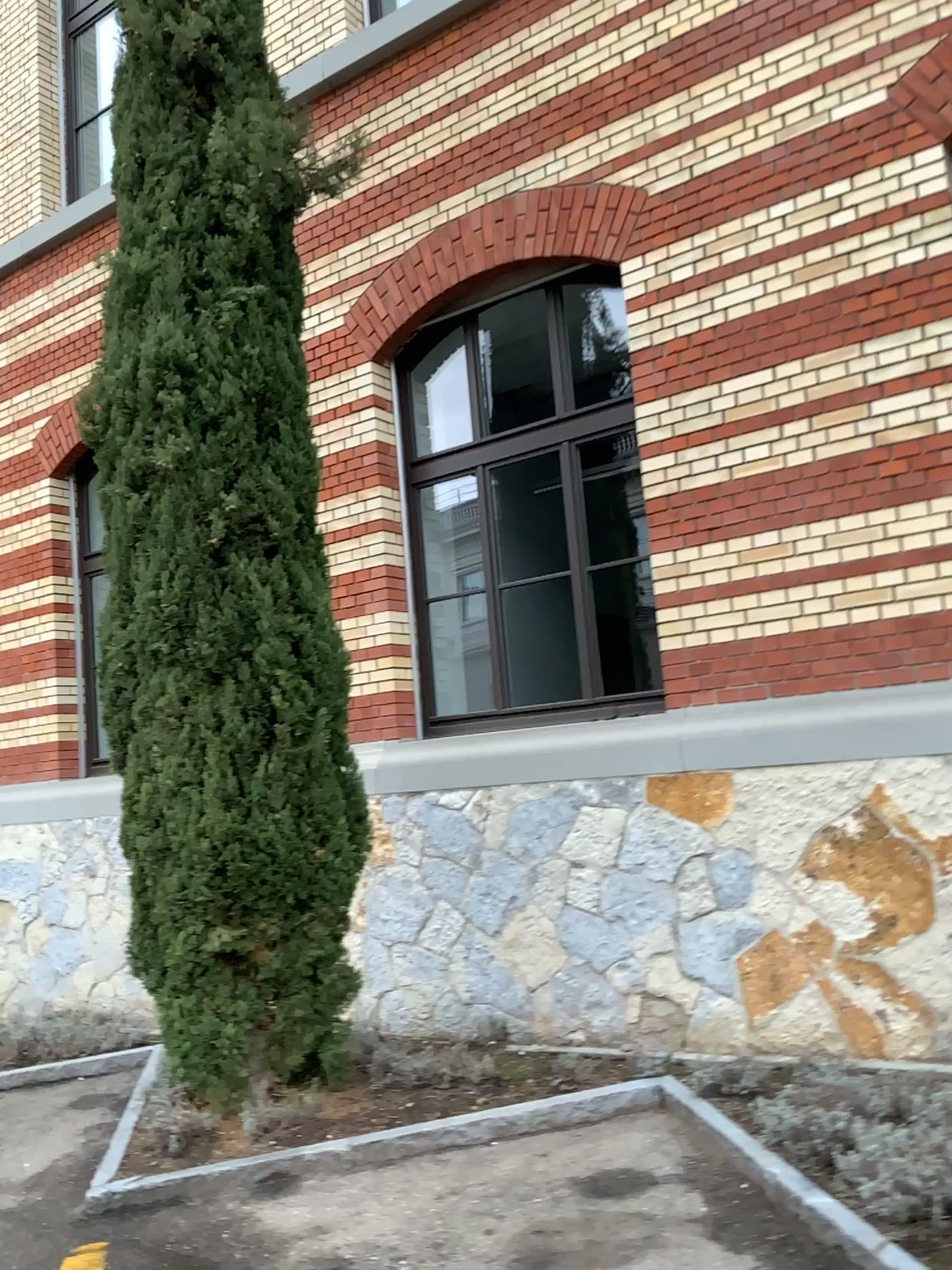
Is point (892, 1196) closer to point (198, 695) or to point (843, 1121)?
point (843, 1121)

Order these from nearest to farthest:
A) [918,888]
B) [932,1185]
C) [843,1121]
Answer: [932,1185] < [843,1121] < [918,888]

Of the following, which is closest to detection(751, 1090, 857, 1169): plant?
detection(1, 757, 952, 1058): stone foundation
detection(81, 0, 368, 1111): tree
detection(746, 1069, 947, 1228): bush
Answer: detection(746, 1069, 947, 1228): bush

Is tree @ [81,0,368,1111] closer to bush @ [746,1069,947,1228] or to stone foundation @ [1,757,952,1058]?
stone foundation @ [1,757,952,1058]

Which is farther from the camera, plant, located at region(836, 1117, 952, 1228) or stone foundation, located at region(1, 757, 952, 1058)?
stone foundation, located at region(1, 757, 952, 1058)

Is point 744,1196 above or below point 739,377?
below

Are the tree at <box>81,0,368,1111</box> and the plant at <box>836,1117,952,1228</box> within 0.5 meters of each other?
no

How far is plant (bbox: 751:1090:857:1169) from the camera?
3.4 meters

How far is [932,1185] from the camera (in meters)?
2.91

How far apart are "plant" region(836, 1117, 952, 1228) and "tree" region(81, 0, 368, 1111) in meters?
2.3 m
